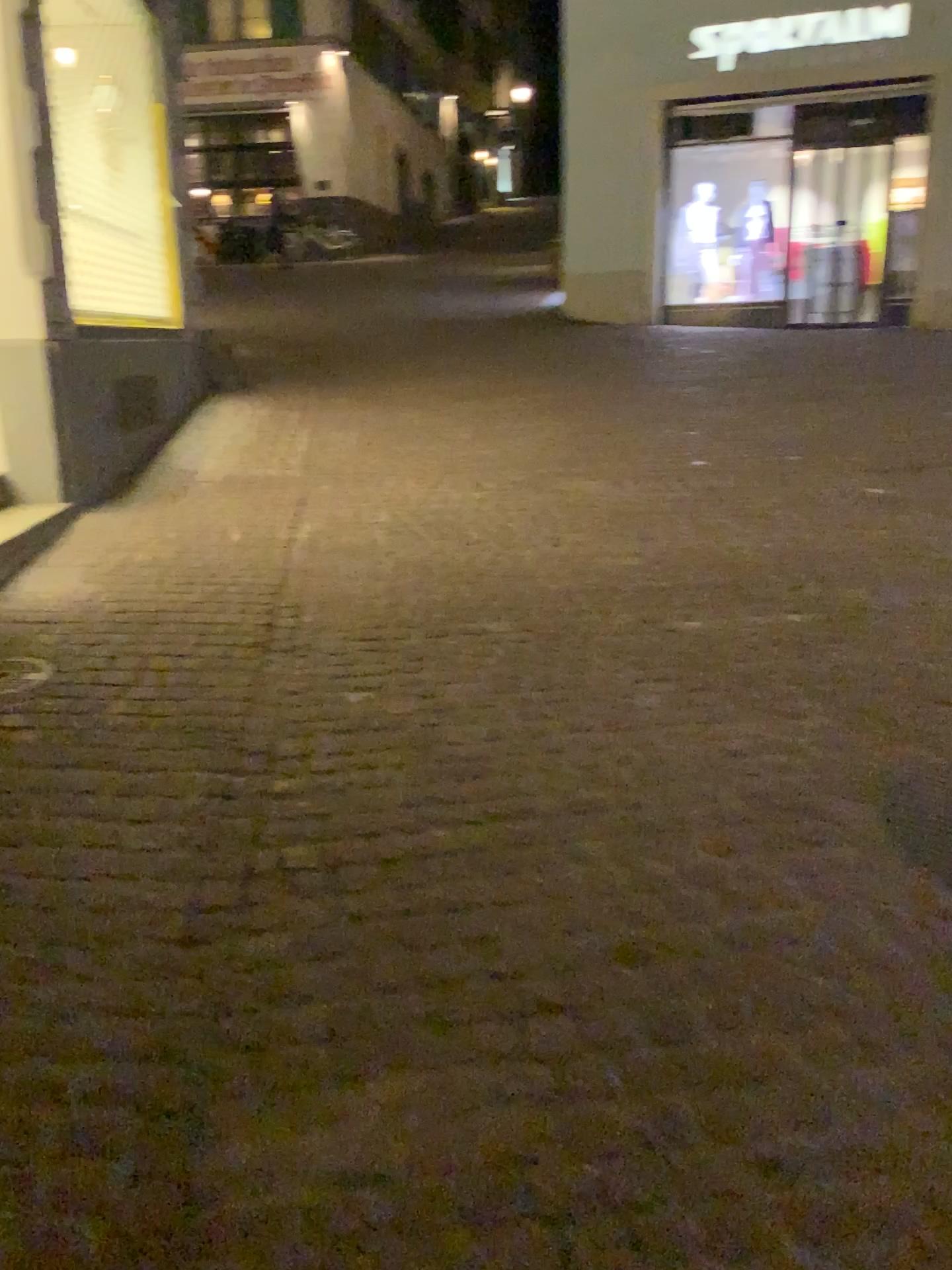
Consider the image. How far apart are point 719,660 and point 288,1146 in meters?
2.2 m
